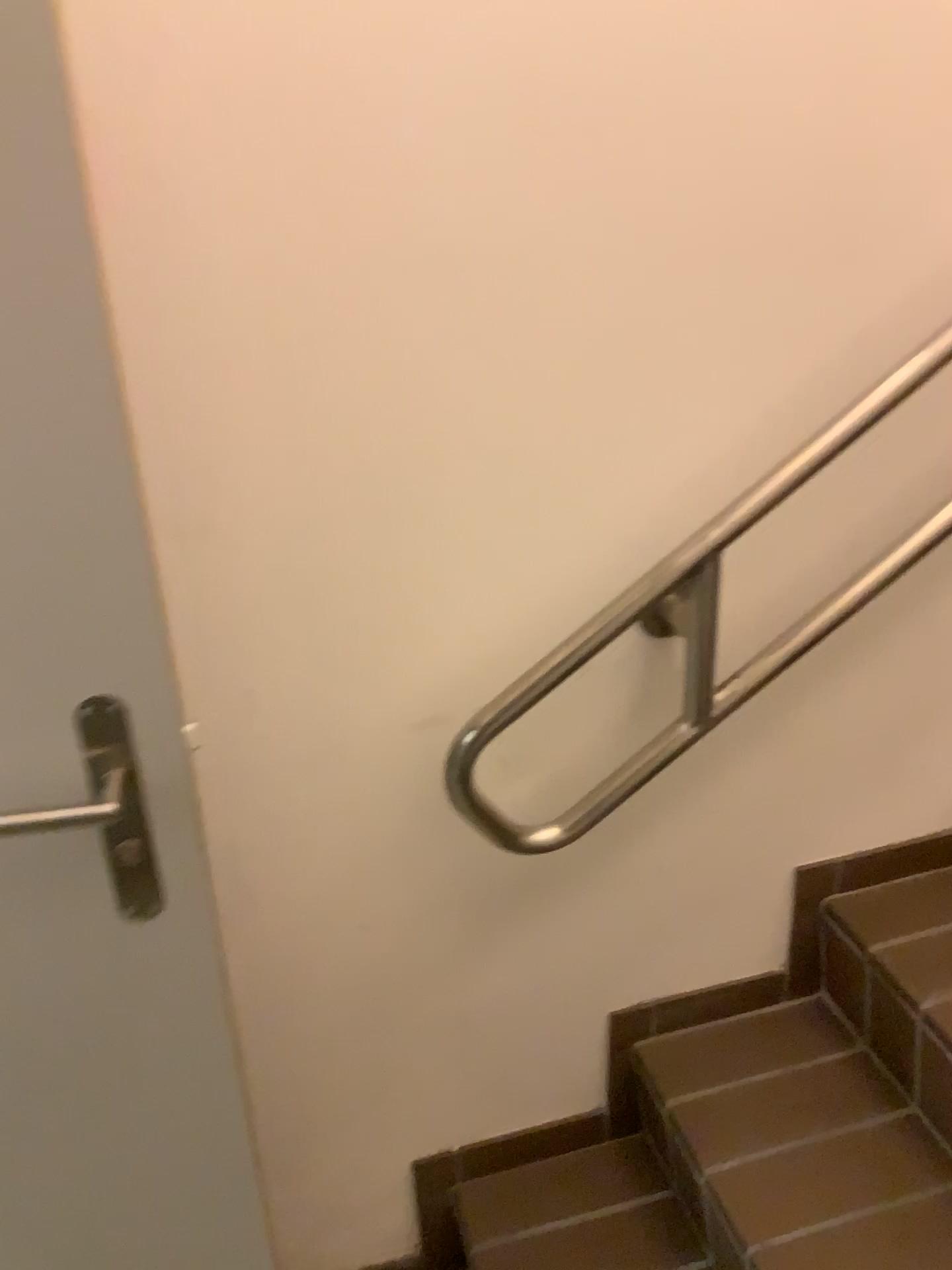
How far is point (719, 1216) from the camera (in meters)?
1.22

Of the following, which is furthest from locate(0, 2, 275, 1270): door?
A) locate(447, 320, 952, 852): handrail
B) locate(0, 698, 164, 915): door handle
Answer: locate(447, 320, 952, 852): handrail

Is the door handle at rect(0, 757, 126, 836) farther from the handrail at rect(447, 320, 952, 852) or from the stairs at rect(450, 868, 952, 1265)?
the stairs at rect(450, 868, 952, 1265)

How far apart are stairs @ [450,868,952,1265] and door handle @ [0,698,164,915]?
0.74m

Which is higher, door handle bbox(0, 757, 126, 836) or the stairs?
door handle bbox(0, 757, 126, 836)

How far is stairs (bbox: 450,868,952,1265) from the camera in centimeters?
122cm

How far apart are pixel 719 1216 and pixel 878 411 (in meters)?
0.92

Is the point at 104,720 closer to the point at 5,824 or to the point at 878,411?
the point at 5,824

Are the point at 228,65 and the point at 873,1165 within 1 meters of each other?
no

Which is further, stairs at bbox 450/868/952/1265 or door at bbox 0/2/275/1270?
stairs at bbox 450/868/952/1265
